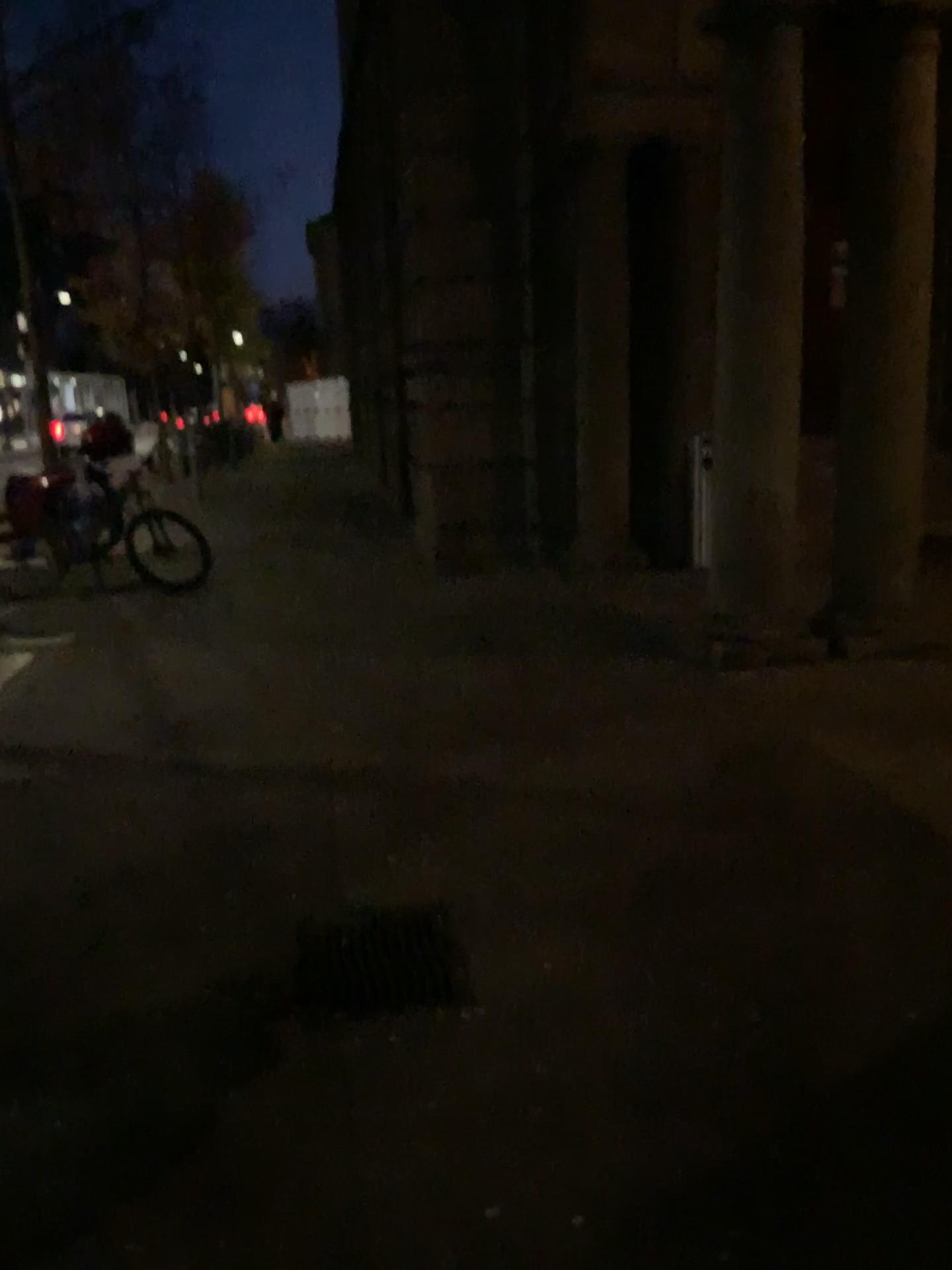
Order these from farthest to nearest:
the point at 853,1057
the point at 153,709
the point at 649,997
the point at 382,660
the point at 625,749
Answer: the point at 382,660 → the point at 153,709 → the point at 625,749 → the point at 649,997 → the point at 853,1057
